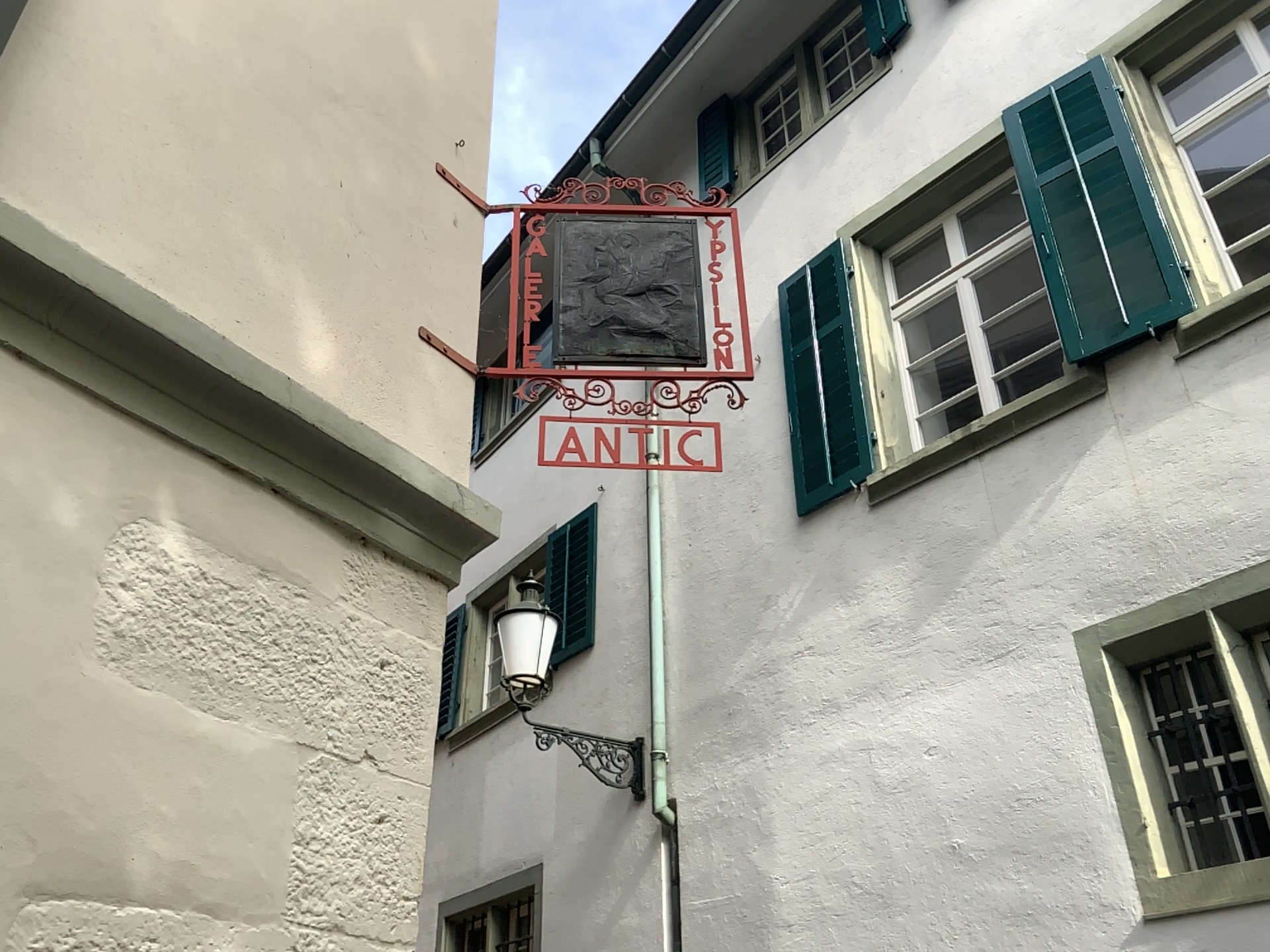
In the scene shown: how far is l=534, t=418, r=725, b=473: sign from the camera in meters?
2.6 m

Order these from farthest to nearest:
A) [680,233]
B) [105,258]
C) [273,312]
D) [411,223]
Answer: [680,233] → [411,223] → [273,312] → [105,258]

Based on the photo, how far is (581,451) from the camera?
2.6 meters
